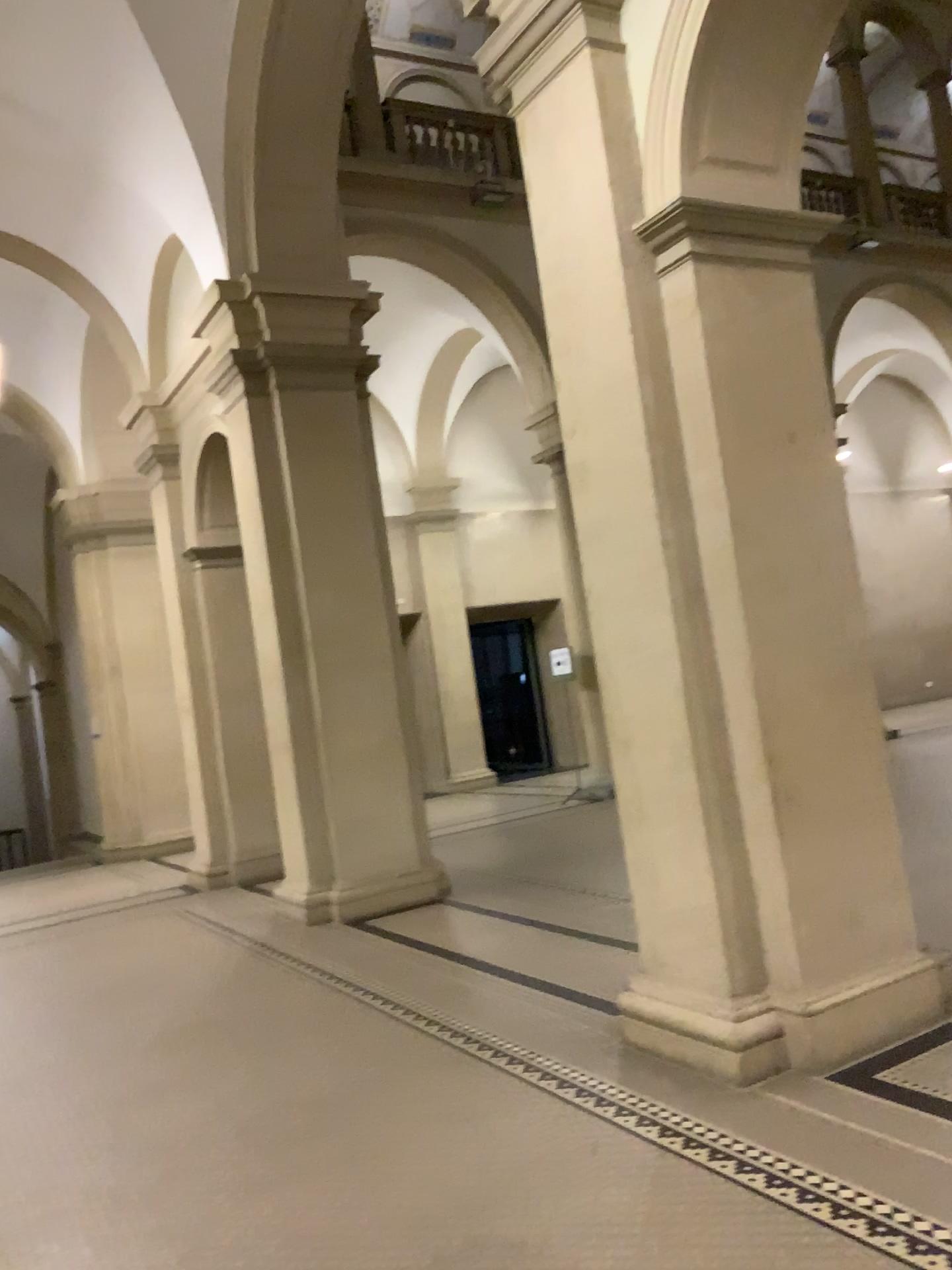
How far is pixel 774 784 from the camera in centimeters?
388cm

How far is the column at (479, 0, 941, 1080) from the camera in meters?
3.9 m

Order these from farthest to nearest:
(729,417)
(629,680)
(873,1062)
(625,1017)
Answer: (625,1017), (629,680), (729,417), (873,1062)
